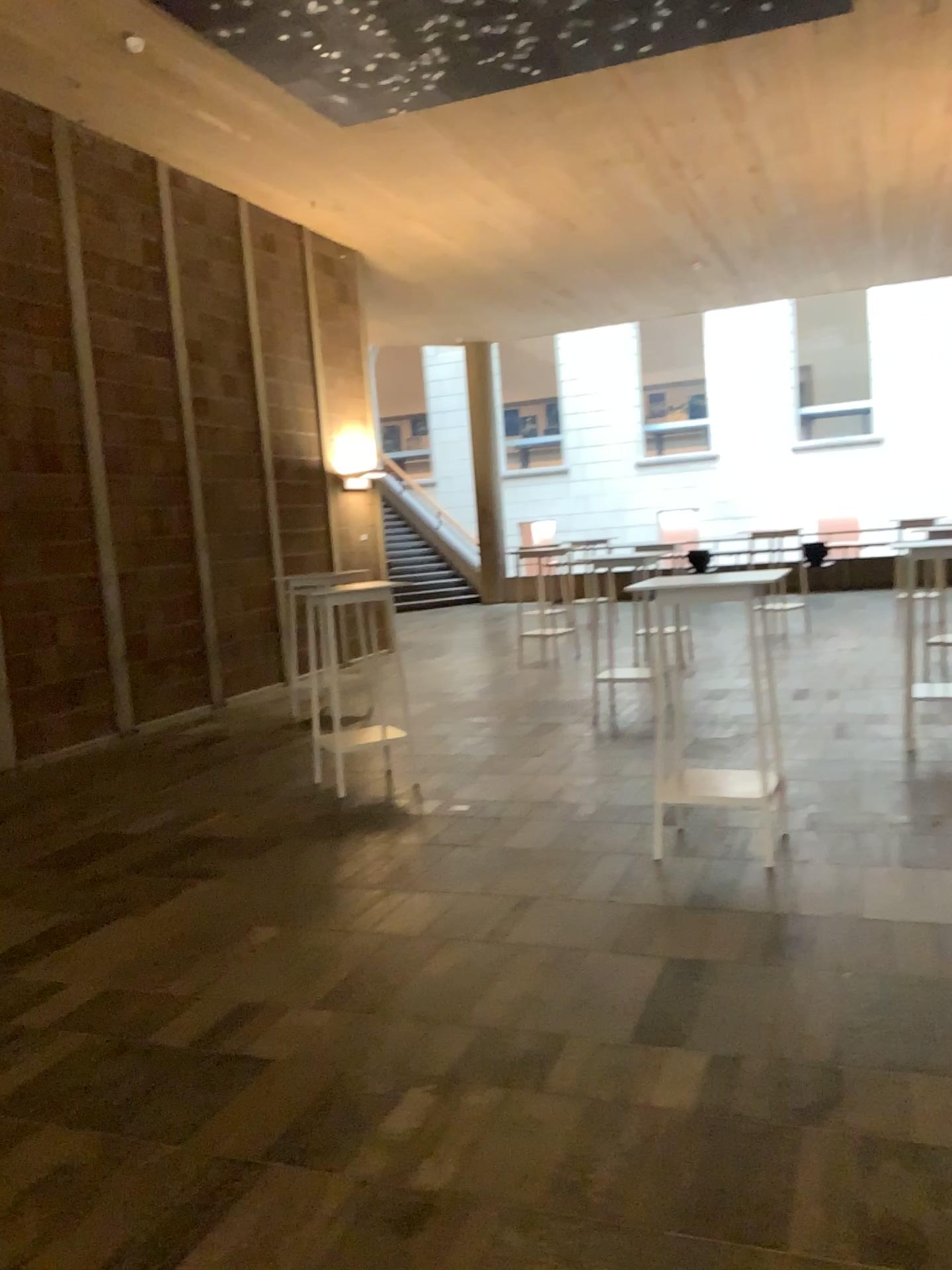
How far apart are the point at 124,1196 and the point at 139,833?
3.1 meters
